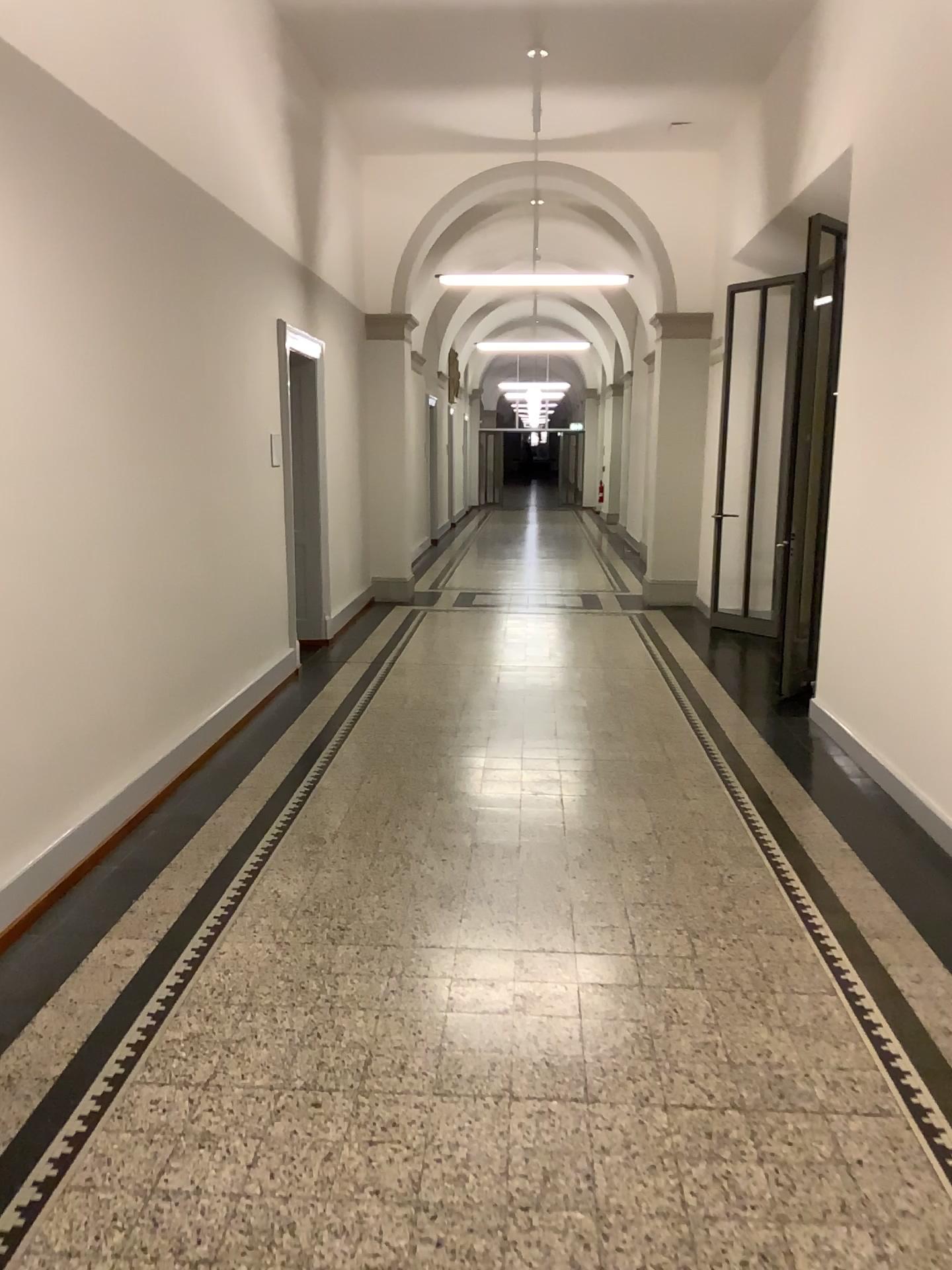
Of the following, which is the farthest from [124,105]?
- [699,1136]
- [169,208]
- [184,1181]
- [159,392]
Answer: [699,1136]
